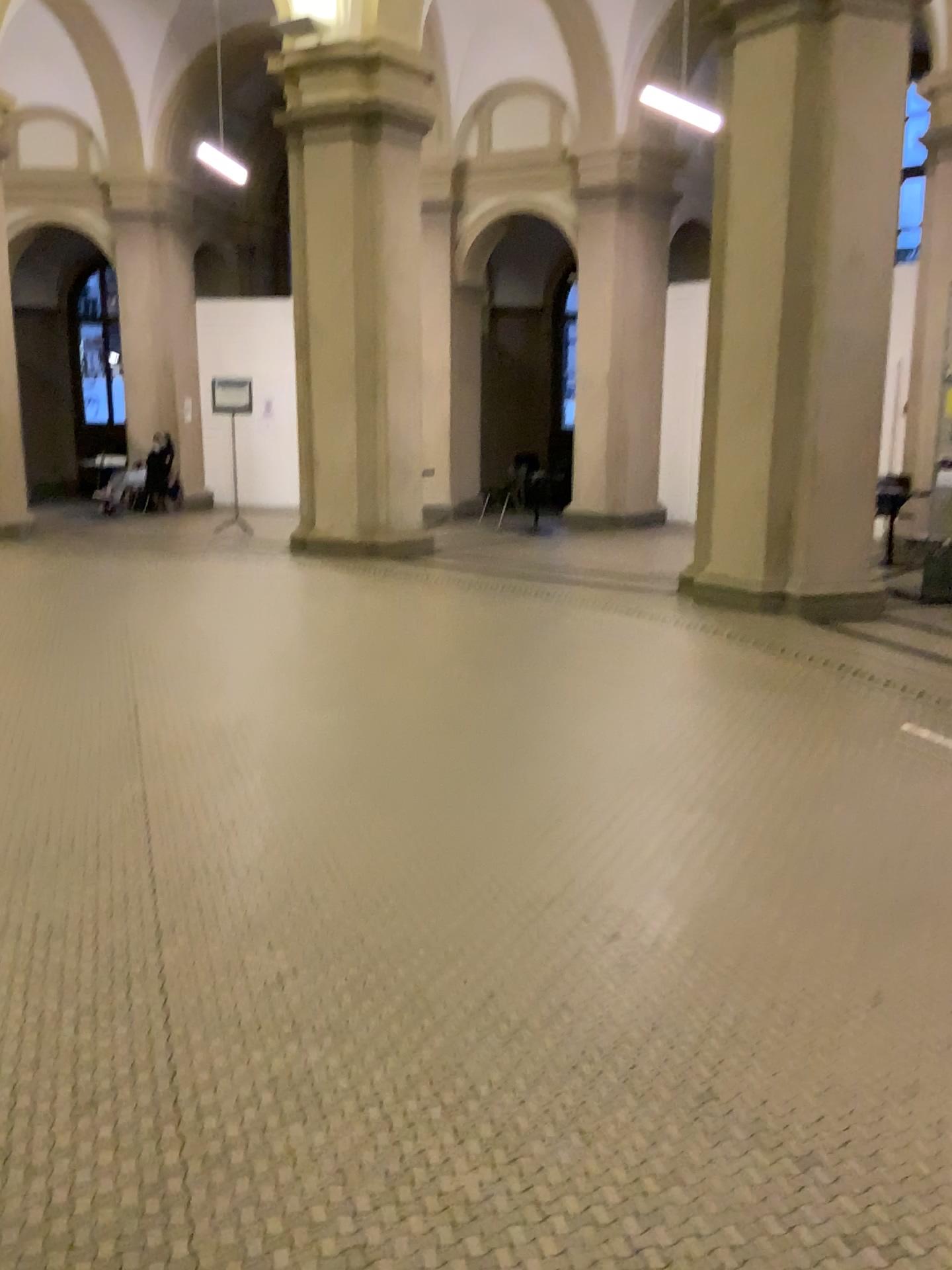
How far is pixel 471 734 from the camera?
4.6 meters
